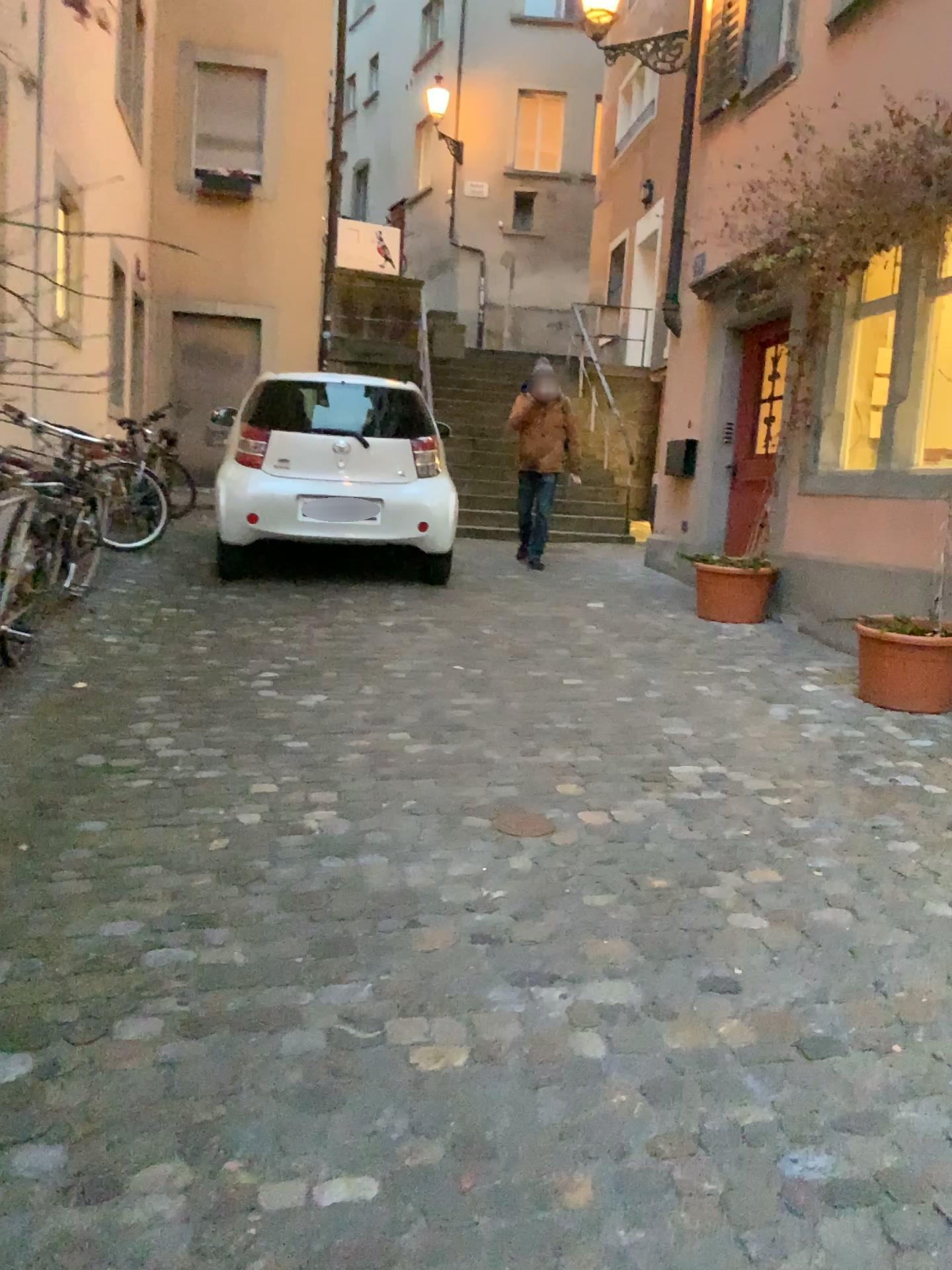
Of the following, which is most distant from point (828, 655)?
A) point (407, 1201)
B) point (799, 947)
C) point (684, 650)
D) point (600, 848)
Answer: point (407, 1201)

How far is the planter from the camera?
4.6 meters

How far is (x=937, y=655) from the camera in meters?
4.6 m
